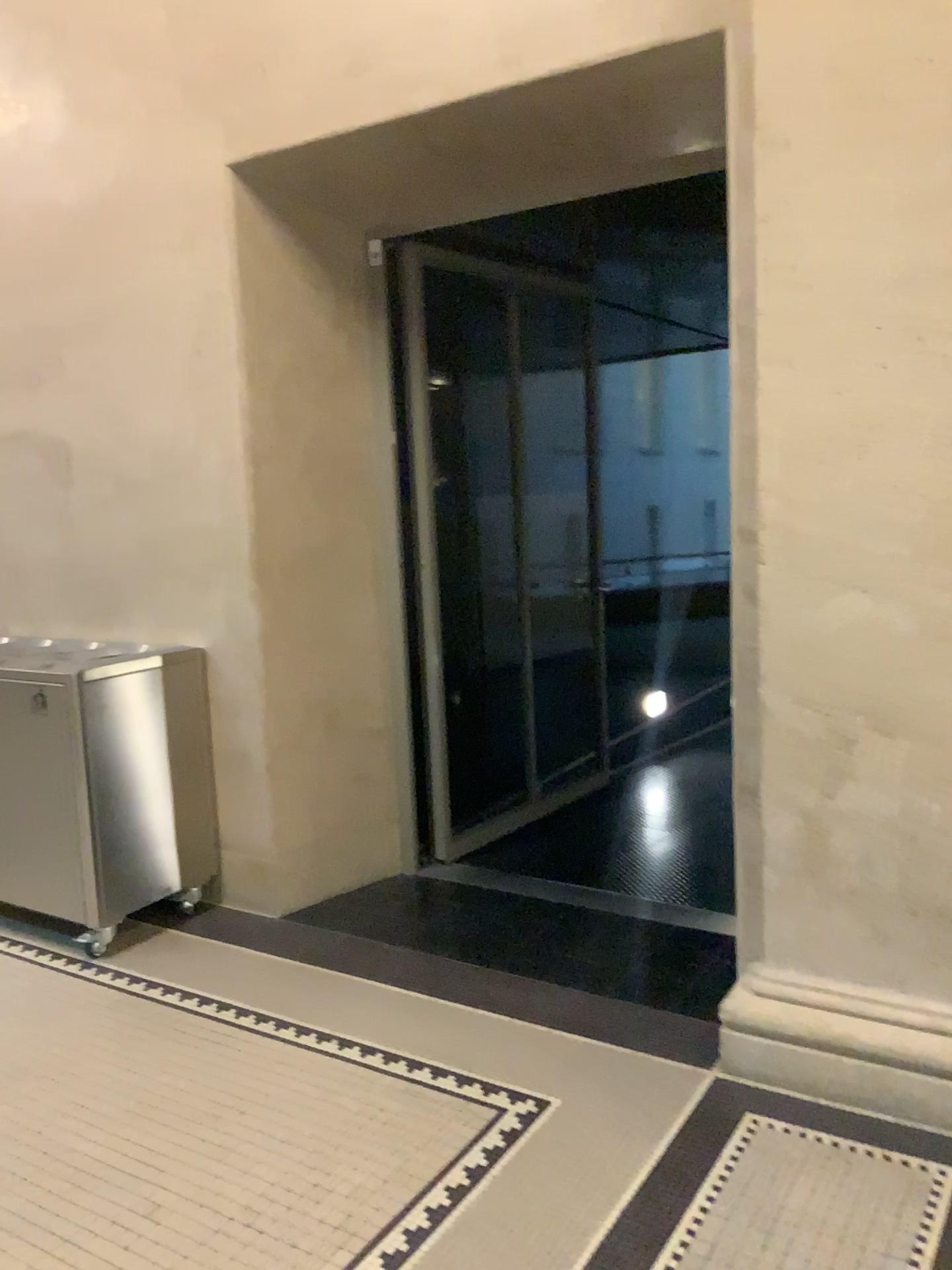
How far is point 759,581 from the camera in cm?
268

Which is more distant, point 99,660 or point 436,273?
point 436,273

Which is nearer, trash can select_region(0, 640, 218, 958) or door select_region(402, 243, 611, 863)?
trash can select_region(0, 640, 218, 958)

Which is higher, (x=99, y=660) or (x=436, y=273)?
(x=436, y=273)
